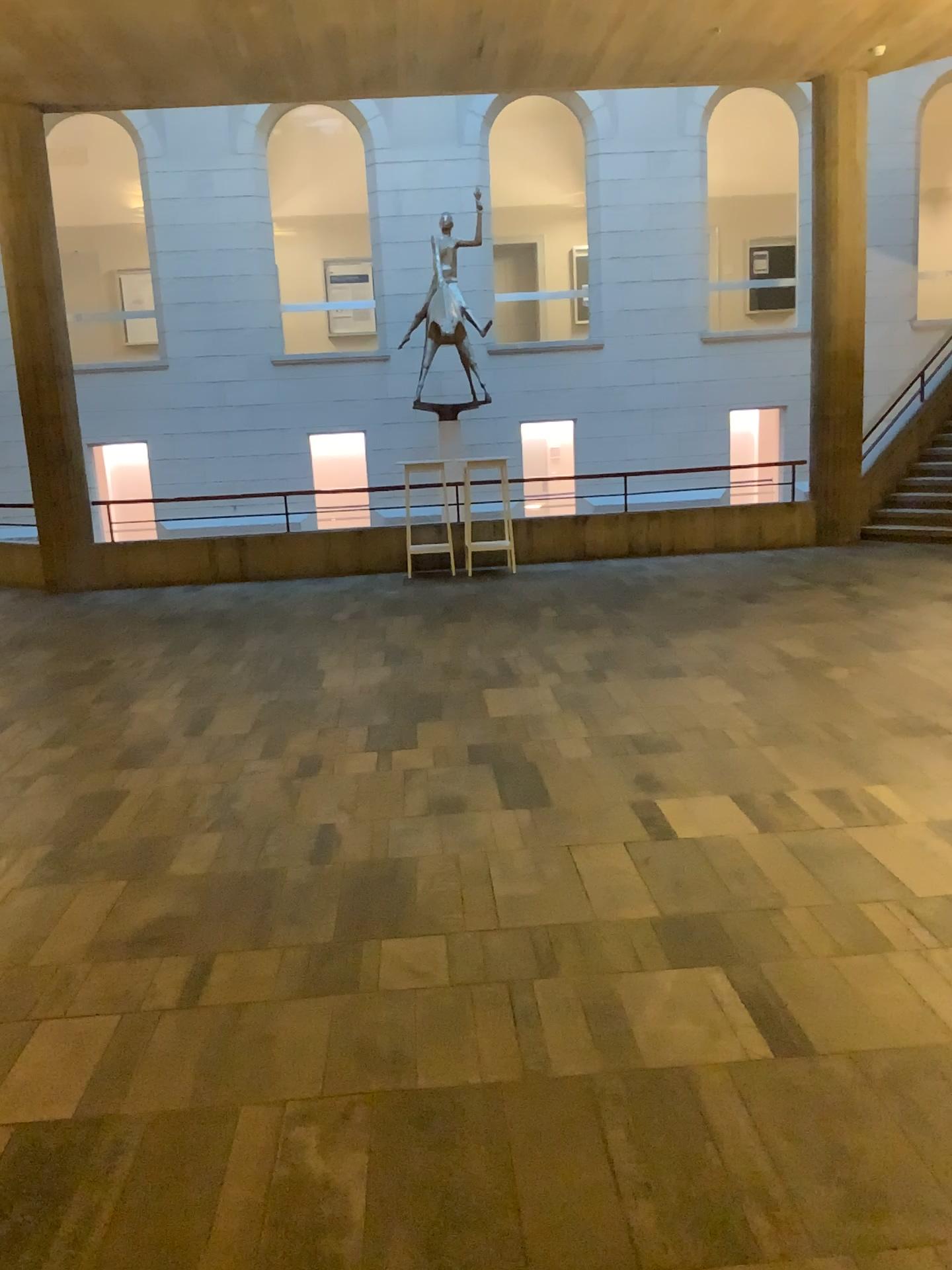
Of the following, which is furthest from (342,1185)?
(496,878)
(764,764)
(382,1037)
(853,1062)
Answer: (764,764)
